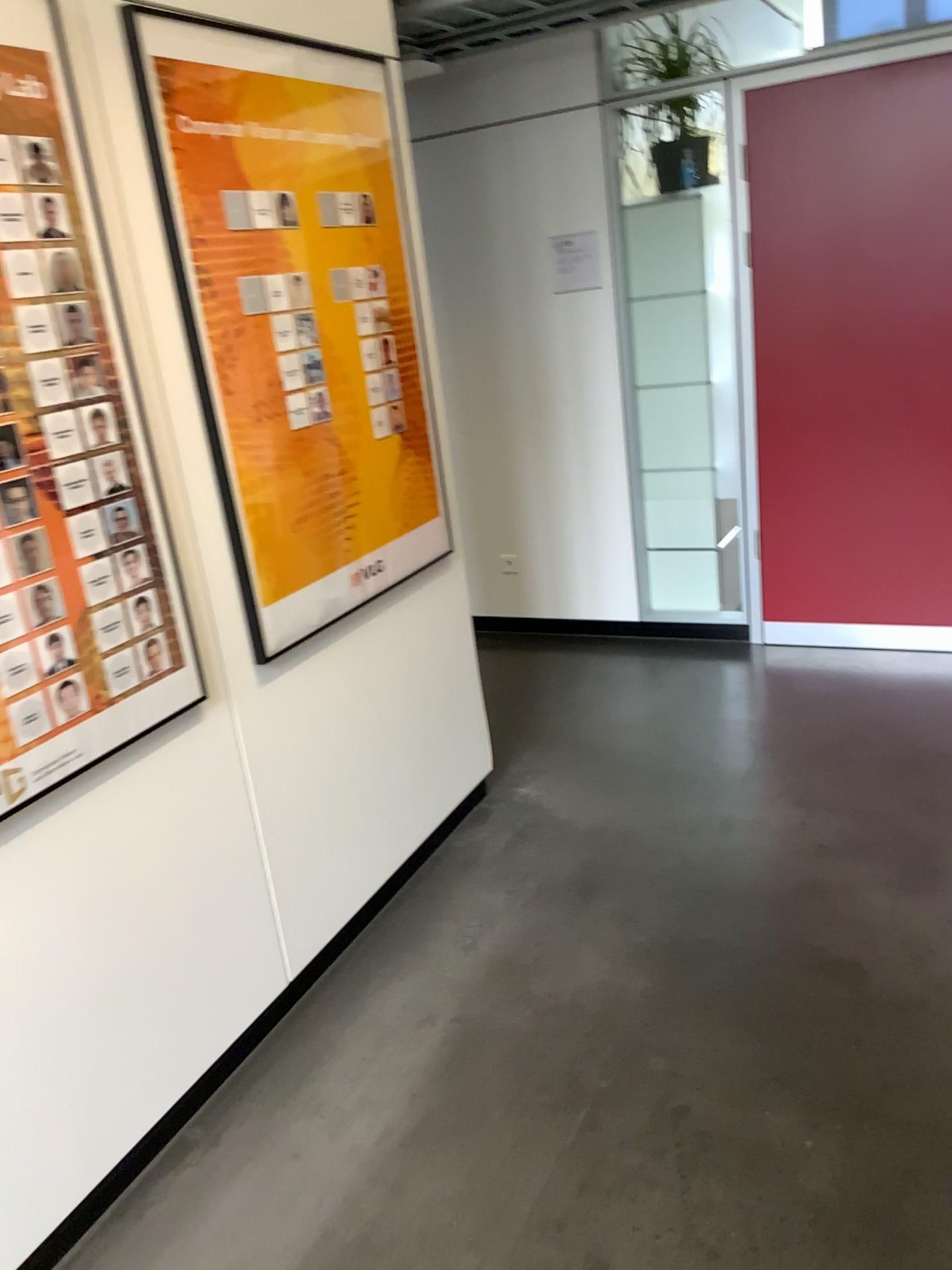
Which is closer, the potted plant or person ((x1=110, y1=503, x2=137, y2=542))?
person ((x1=110, y1=503, x2=137, y2=542))

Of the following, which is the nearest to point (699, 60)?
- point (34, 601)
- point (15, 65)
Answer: point (15, 65)

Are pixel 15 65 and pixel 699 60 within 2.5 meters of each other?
no

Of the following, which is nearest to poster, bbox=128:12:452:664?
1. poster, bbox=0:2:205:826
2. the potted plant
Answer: poster, bbox=0:2:205:826

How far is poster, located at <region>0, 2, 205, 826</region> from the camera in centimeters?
174cm

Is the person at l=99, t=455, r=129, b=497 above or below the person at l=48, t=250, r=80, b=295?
below

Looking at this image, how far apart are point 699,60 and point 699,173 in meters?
0.4 m

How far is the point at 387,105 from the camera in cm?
273

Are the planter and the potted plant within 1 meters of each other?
yes

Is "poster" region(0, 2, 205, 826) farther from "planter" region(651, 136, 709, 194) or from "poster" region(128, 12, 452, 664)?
"planter" region(651, 136, 709, 194)
